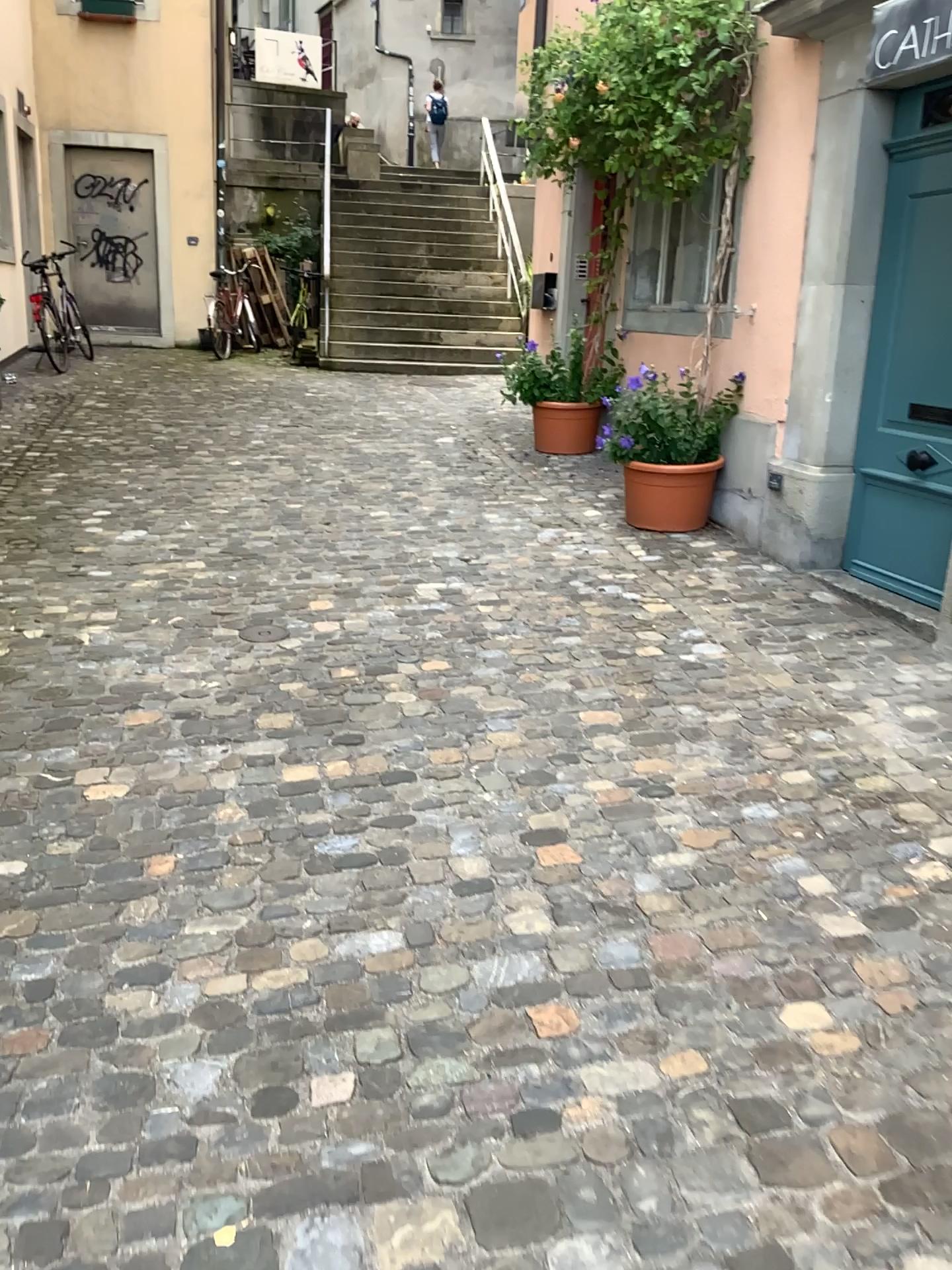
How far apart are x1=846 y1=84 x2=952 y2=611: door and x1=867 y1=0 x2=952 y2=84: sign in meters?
1.2 m

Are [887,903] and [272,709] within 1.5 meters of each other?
no

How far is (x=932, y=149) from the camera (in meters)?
4.23

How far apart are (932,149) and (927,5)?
1.4m

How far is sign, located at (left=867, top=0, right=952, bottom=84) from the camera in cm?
292

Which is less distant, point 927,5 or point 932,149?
point 927,5

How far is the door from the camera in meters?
4.2

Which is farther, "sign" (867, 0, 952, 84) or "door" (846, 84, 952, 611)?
"door" (846, 84, 952, 611)
